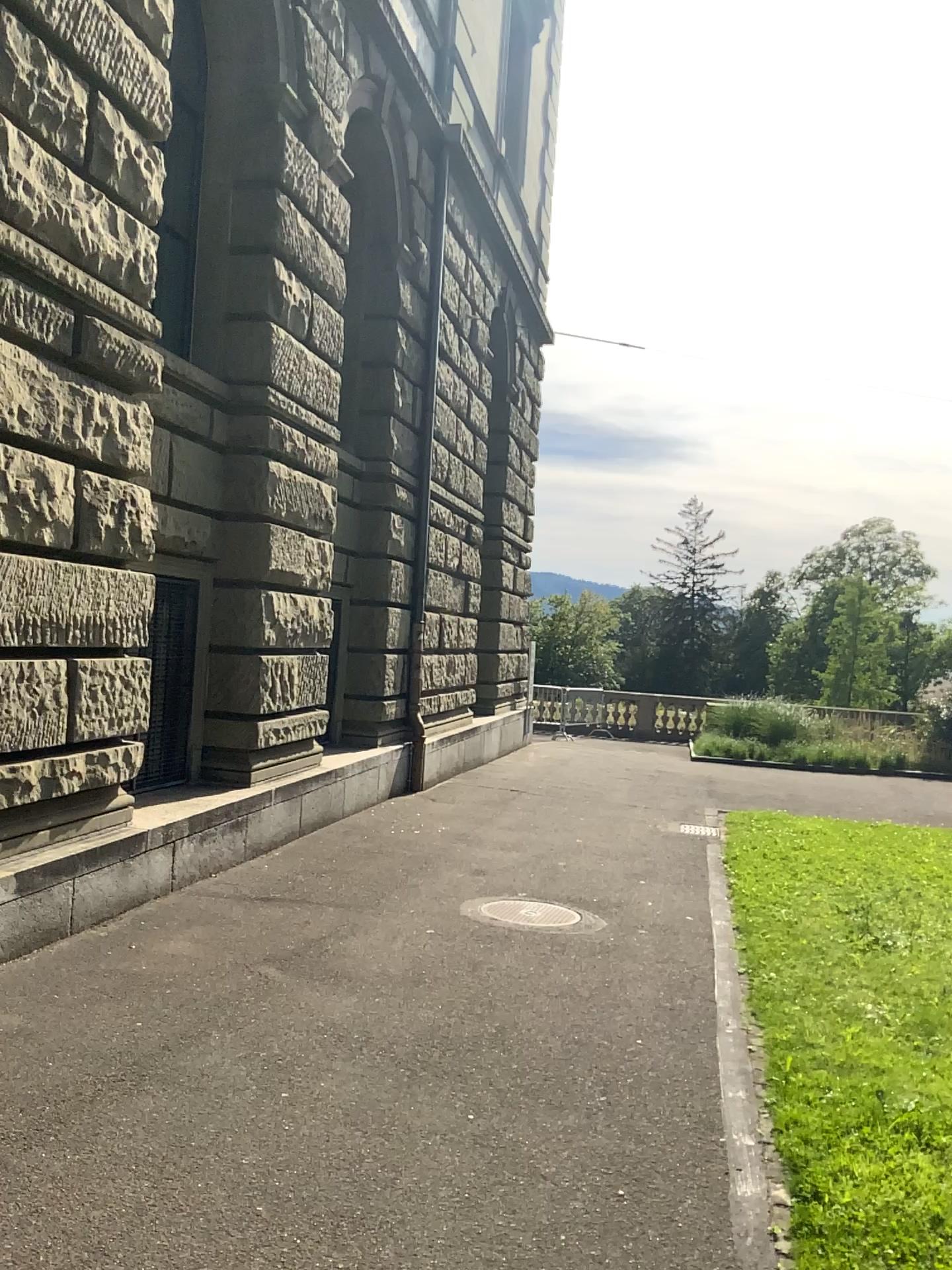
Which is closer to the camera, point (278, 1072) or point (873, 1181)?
point (873, 1181)
